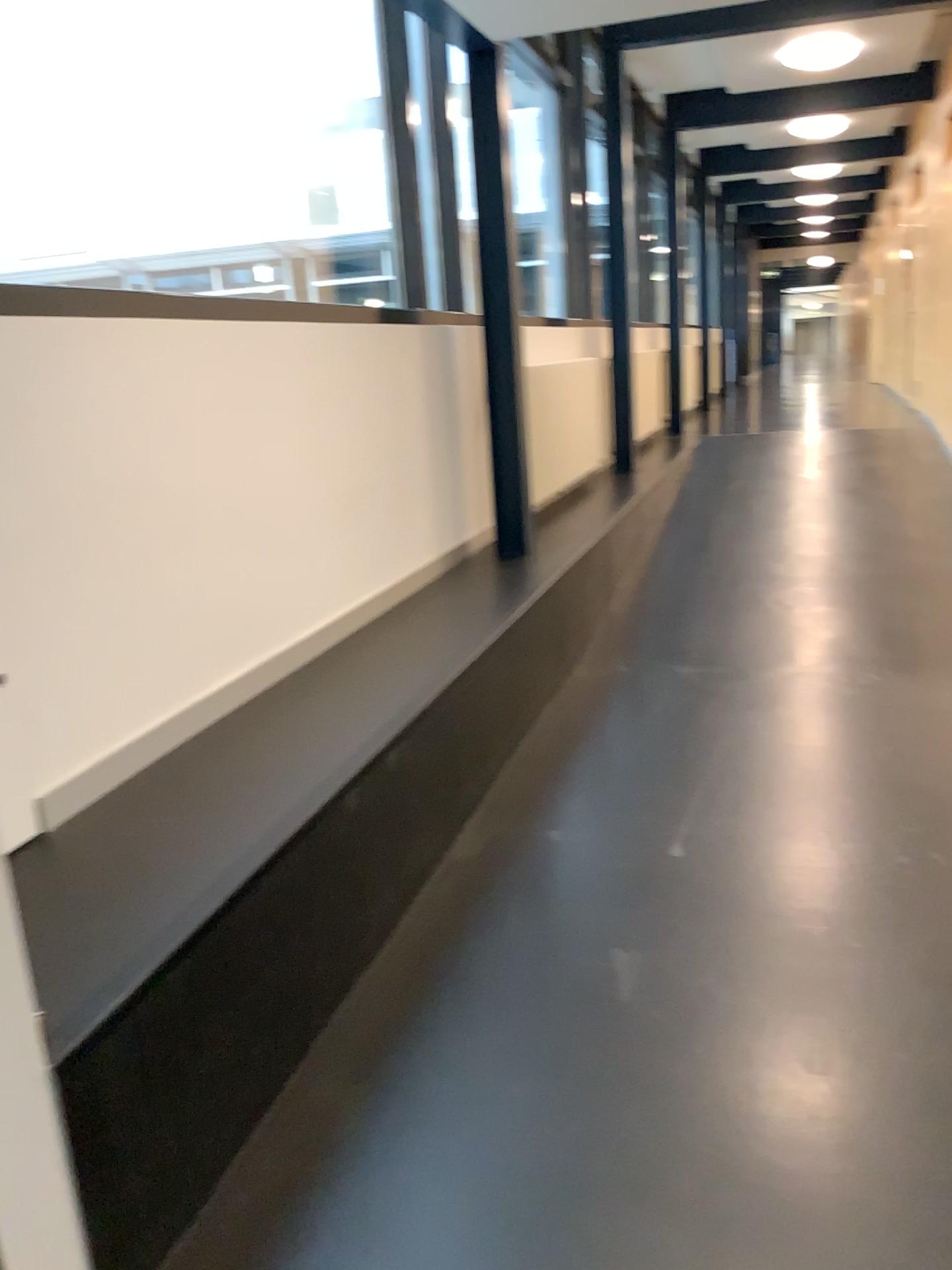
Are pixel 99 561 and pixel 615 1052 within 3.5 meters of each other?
yes
